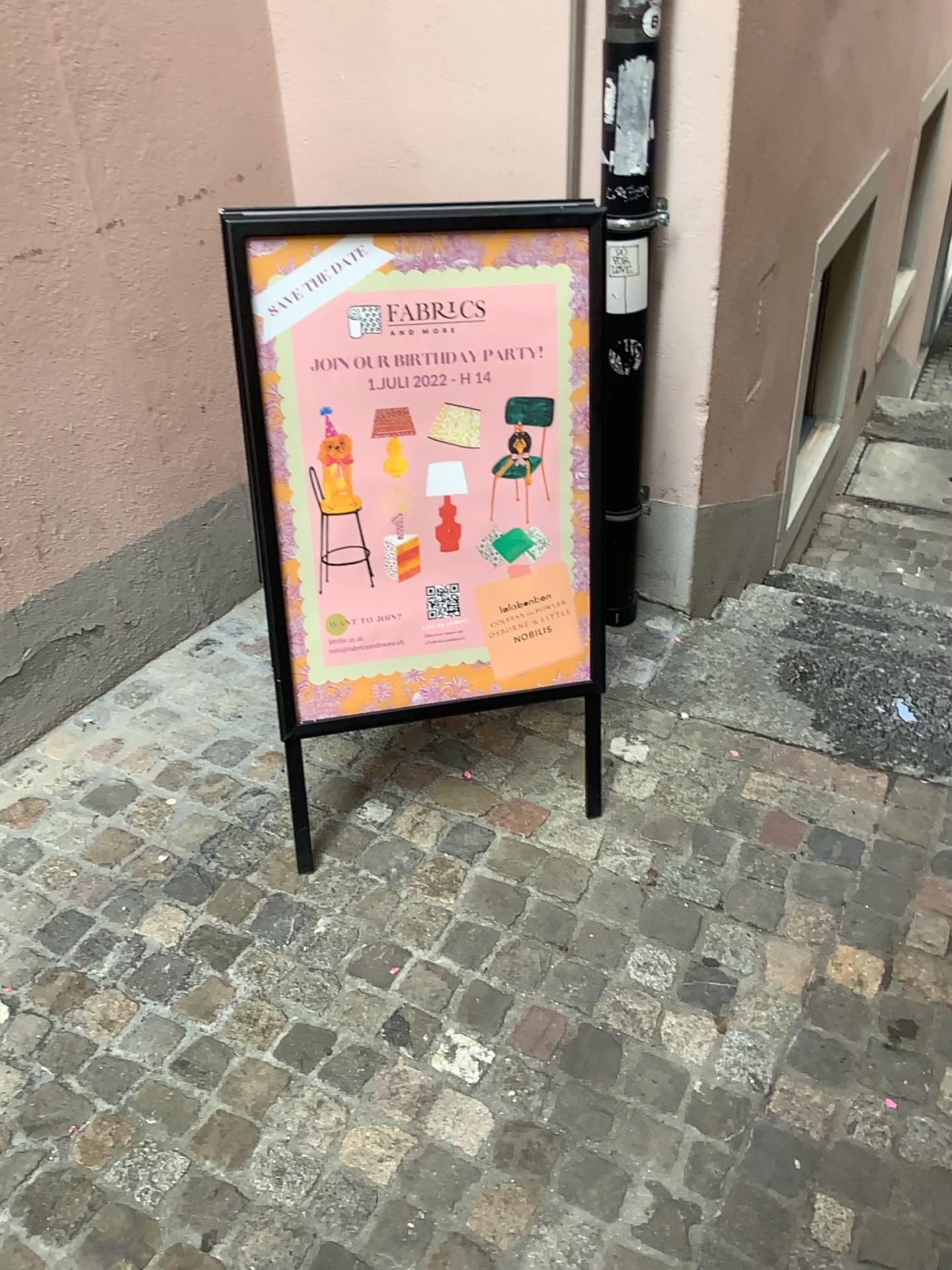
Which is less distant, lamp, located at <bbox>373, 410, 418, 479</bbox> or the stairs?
lamp, located at <bbox>373, 410, 418, 479</bbox>

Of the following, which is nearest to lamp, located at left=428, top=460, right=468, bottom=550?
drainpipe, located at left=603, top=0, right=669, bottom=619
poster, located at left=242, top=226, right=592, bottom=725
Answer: poster, located at left=242, top=226, right=592, bottom=725

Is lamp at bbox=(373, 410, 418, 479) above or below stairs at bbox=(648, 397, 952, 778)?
above

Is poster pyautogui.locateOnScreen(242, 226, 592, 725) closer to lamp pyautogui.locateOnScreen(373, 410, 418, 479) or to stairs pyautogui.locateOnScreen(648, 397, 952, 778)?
lamp pyautogui.locateOnScreen(373, 410, 418, 479)

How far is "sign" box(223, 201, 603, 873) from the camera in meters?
1.7 m

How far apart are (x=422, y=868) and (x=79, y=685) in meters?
0.9

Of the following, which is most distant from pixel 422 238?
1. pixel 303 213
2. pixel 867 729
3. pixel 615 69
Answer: pixel 867 729

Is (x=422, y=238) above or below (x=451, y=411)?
above

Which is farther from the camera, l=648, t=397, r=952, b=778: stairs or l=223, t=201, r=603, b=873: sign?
l=648, t=397, r=952, b=778: stairs

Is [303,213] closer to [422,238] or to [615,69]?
[422,238]
